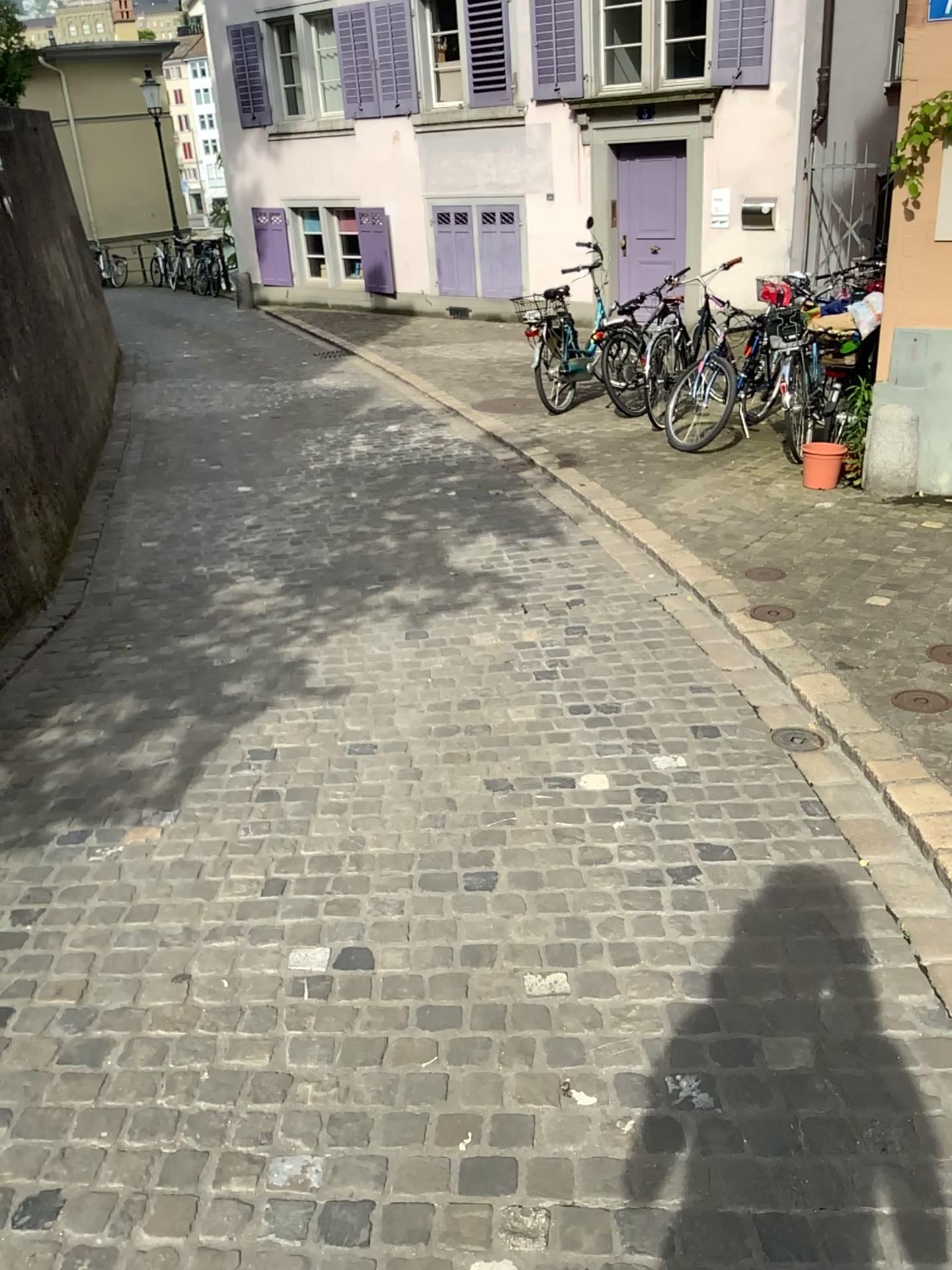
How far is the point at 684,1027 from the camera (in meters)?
2.21
